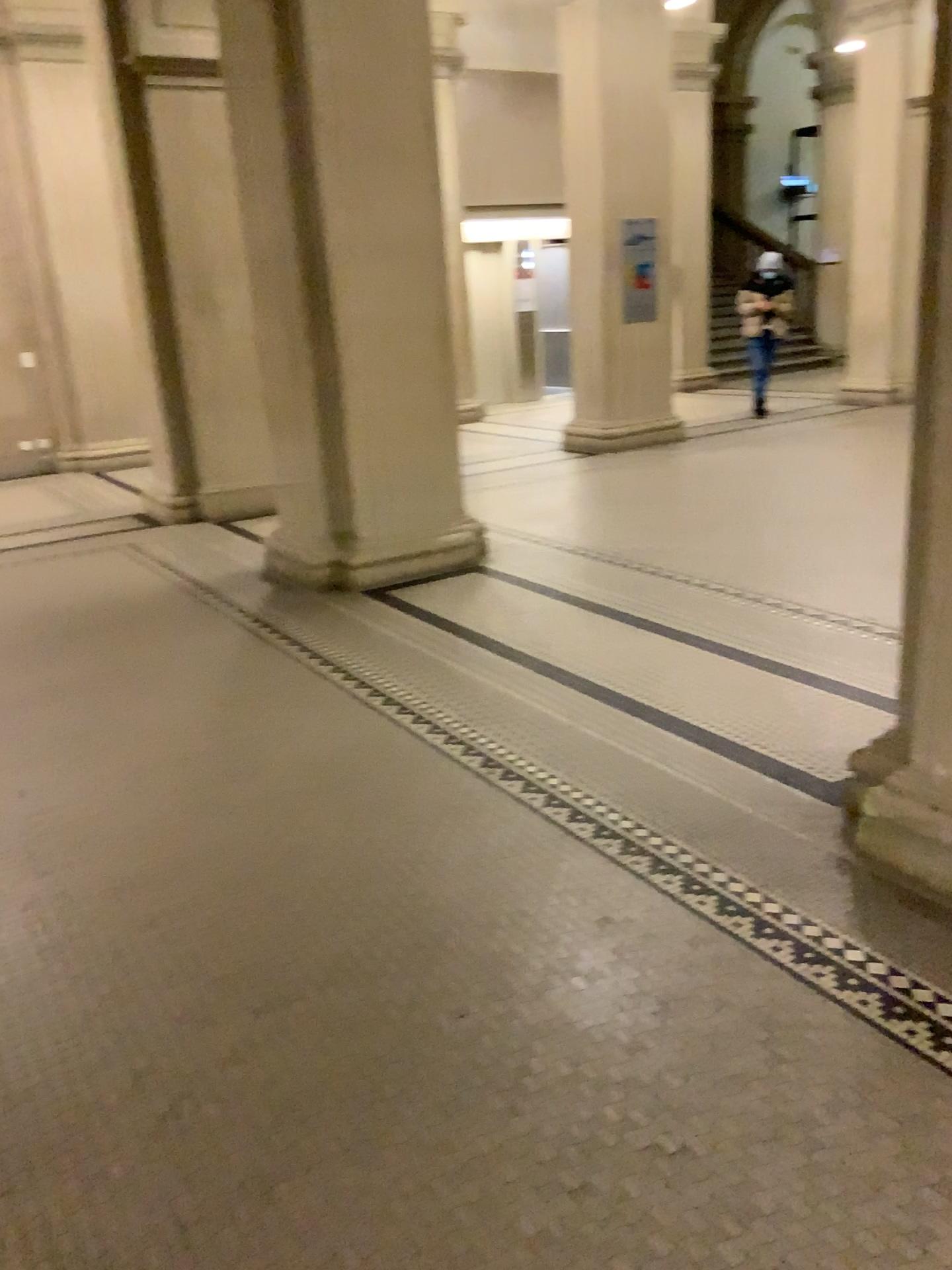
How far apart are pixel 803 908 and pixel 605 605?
2.7m
